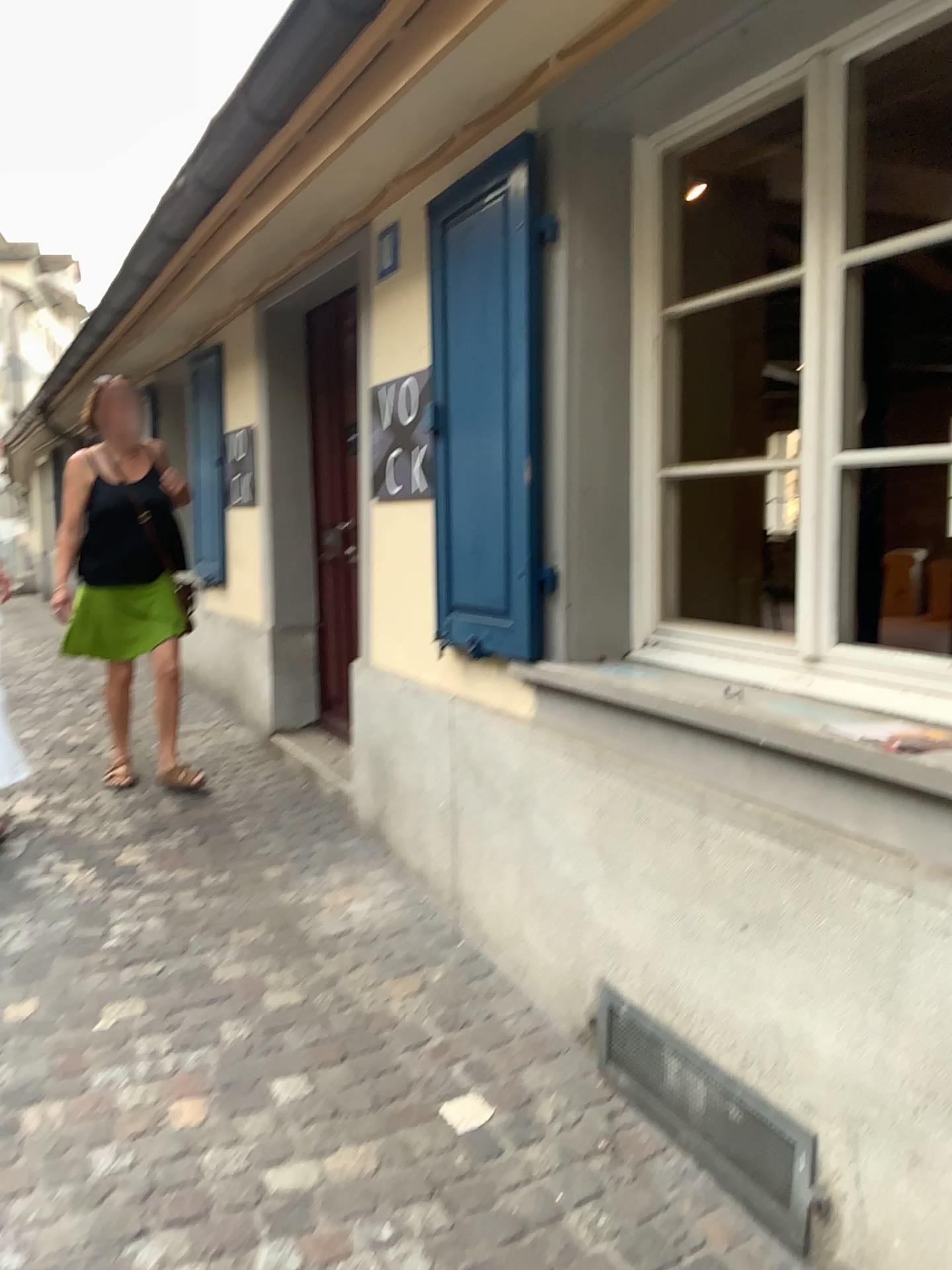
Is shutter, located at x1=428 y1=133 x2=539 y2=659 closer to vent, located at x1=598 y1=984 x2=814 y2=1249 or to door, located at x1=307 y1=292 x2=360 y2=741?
vent, located at x1=598 y1=984 x2=814 y2=1249

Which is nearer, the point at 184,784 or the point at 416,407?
the point at 416,407

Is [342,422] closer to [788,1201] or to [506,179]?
[506,179]

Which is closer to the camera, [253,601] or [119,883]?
[119,883]

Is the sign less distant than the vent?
No

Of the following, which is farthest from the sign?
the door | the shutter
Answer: the door

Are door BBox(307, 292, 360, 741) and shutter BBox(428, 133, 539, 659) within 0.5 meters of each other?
no

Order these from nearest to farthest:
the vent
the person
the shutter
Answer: the vent, the shutter, the person

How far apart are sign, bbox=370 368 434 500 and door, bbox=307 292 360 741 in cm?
74

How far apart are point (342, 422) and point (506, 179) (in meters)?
1.94
